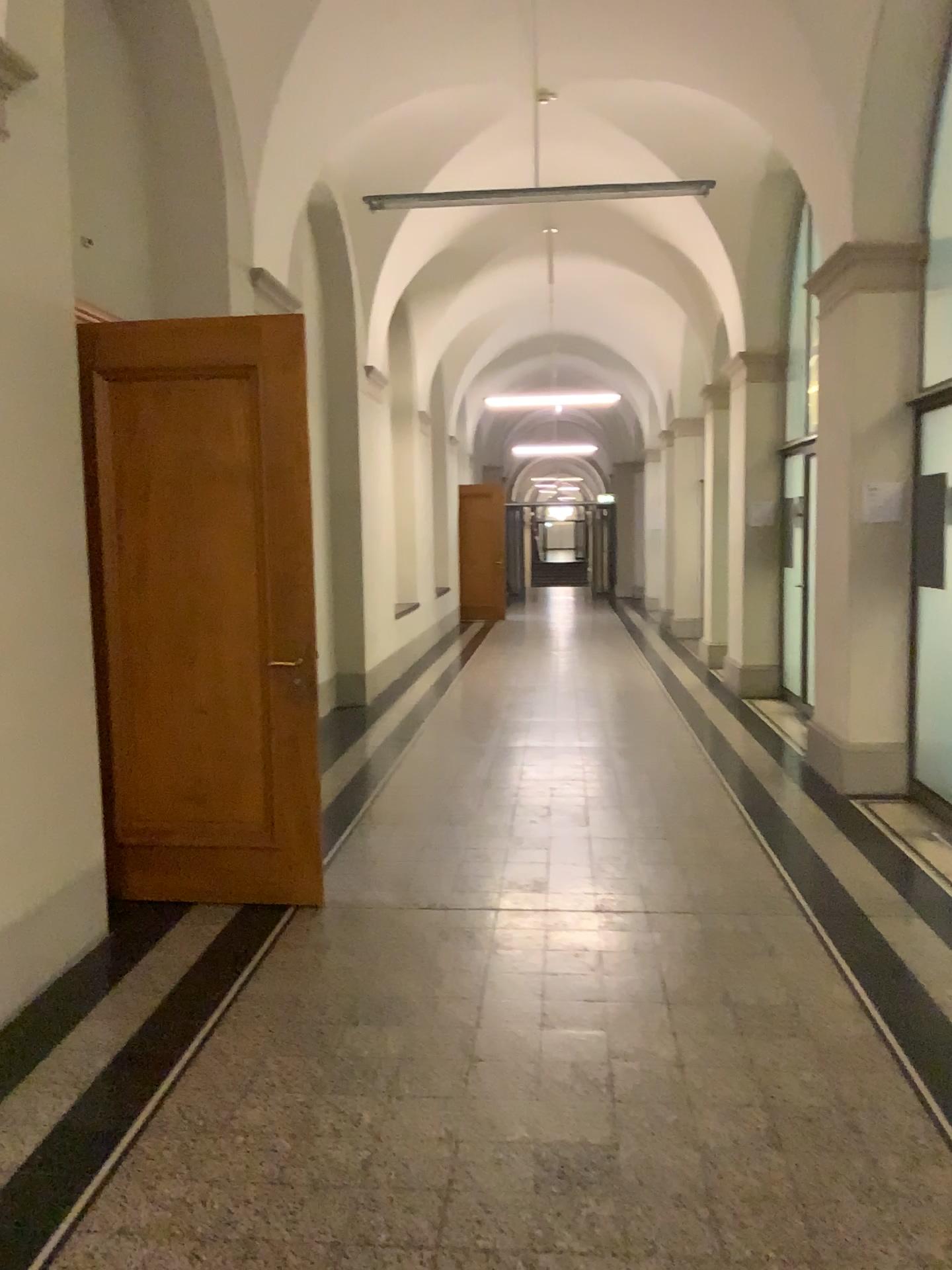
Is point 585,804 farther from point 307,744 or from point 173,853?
point 173,853

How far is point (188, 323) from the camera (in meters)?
4.18

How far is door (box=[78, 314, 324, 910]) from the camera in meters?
4.2
